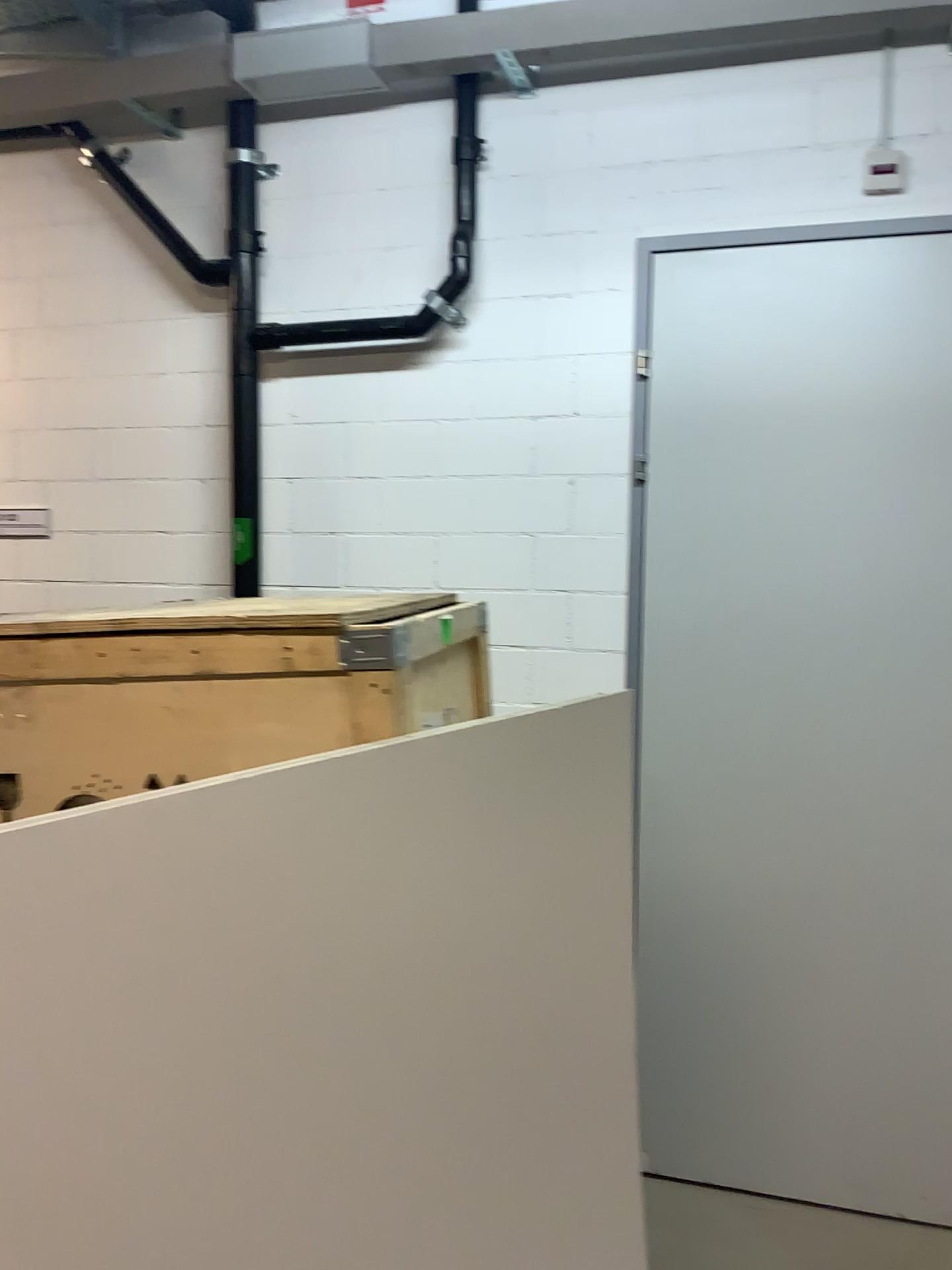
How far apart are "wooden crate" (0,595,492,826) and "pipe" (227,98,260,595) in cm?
158

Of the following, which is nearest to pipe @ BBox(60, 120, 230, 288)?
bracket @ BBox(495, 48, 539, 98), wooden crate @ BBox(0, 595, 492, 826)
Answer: bracket @ BBox(495, 48, 539, 98)

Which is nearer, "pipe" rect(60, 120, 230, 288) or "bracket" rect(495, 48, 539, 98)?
"bracket" rect(495, 48, 539, 98)

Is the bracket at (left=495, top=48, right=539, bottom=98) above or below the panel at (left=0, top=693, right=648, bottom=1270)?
above

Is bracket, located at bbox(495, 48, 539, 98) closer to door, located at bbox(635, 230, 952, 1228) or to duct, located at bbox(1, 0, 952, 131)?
duct, located at bbox(1, 0, 952, 131)

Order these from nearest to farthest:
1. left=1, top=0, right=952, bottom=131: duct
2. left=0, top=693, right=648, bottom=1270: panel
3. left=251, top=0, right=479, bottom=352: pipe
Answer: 1. left=0, top=693, right=648, bottom=1270: panel
2. left=1, top=0, right=952, bottom=131: duct
3. left=251, top=0, right=479, bottom=352: pipe

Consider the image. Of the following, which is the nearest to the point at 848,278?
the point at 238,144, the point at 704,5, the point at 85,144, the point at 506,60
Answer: the point at 704,5

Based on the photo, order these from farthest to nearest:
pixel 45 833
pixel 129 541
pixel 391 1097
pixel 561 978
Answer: pixel 129 541, pixel 561 978, pixel 391 1097, pixel 45 833

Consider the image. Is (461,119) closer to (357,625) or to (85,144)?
(85,144)

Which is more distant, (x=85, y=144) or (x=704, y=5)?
(x=85, y=144)
